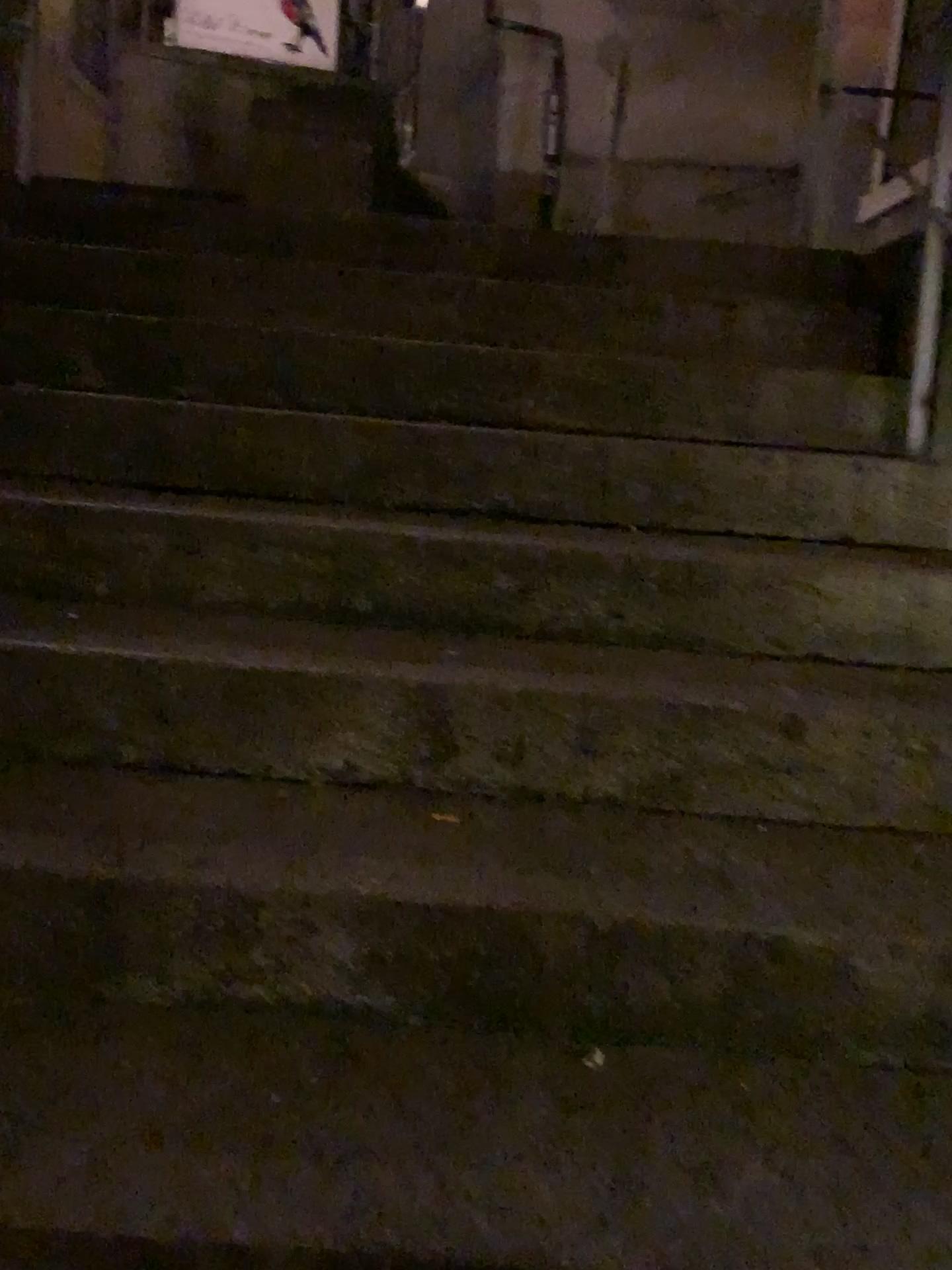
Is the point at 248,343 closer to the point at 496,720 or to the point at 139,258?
the point at 139,258
